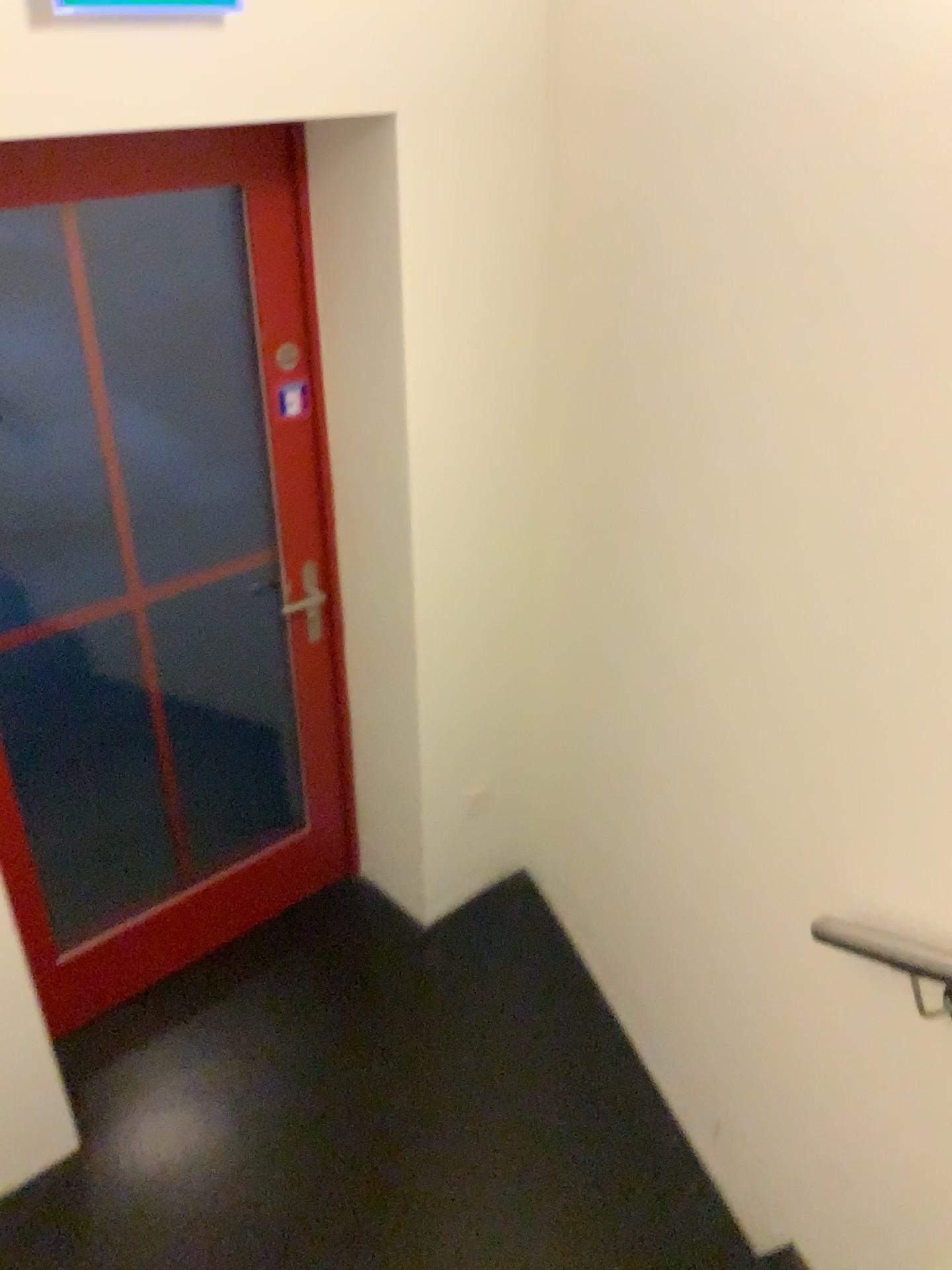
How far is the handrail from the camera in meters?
1.4 m

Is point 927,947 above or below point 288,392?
below

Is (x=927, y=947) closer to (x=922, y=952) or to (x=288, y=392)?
(x=922, y=952)

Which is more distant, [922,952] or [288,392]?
[288,392]

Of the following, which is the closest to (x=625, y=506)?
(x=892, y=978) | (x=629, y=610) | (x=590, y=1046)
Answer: (x=629, y=610)

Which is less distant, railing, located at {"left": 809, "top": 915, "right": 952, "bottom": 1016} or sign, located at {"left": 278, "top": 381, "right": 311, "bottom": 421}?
railing, located at {"left": 809, "top": 915, "right": 952, "bottom": 1016}

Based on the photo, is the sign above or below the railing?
above

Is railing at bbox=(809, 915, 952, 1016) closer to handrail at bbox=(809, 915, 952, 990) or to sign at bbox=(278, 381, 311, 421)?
handrail at bbox=(809, 915, 952, 990)

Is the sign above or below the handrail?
above

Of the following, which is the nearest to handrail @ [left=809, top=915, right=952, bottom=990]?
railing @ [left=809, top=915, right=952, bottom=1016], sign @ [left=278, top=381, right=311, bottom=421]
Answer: railing @ [left=809, top=915, right=952, bottom=1016]
